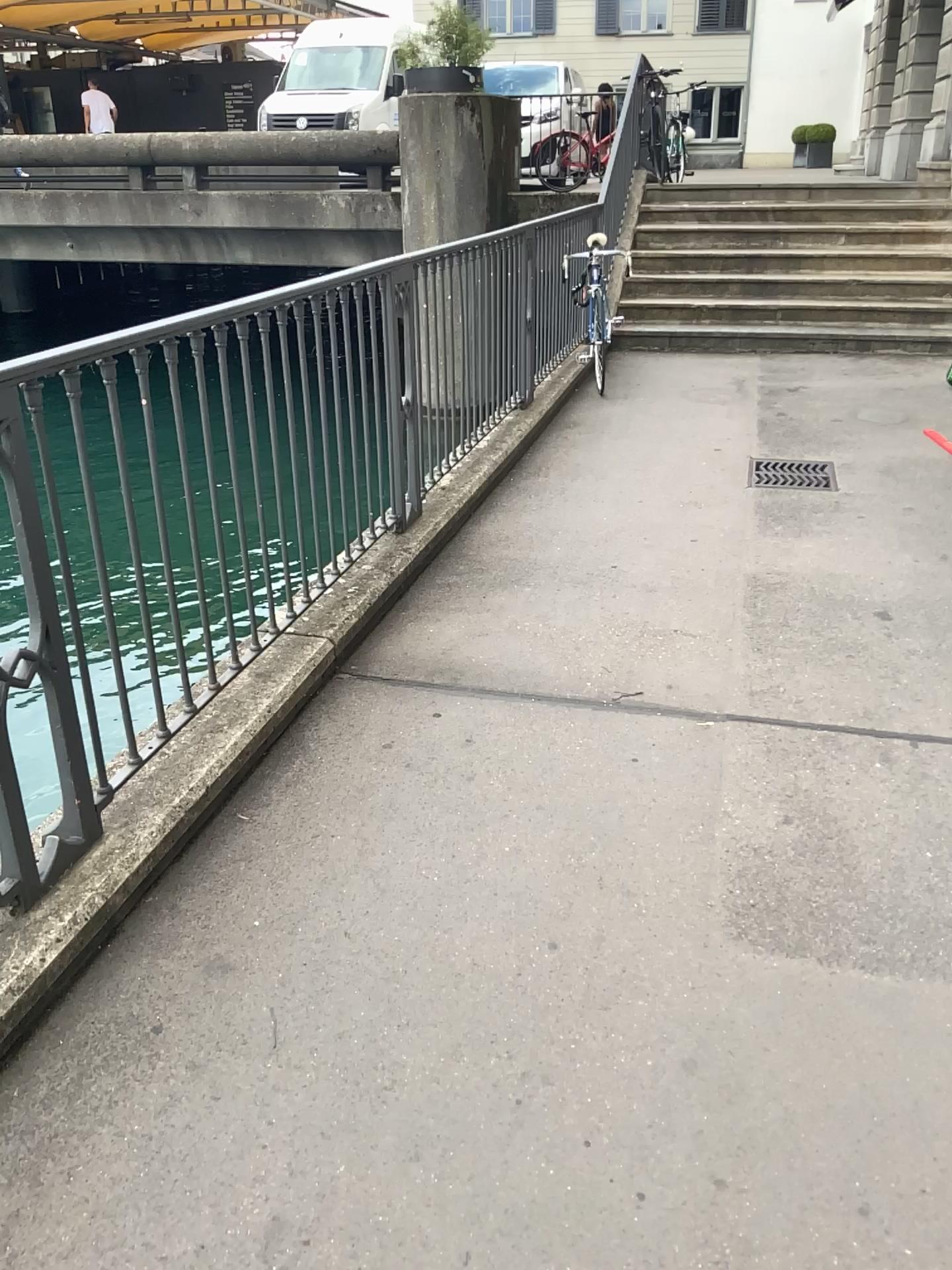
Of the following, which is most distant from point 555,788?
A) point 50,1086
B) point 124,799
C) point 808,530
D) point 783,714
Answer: point 808,530
